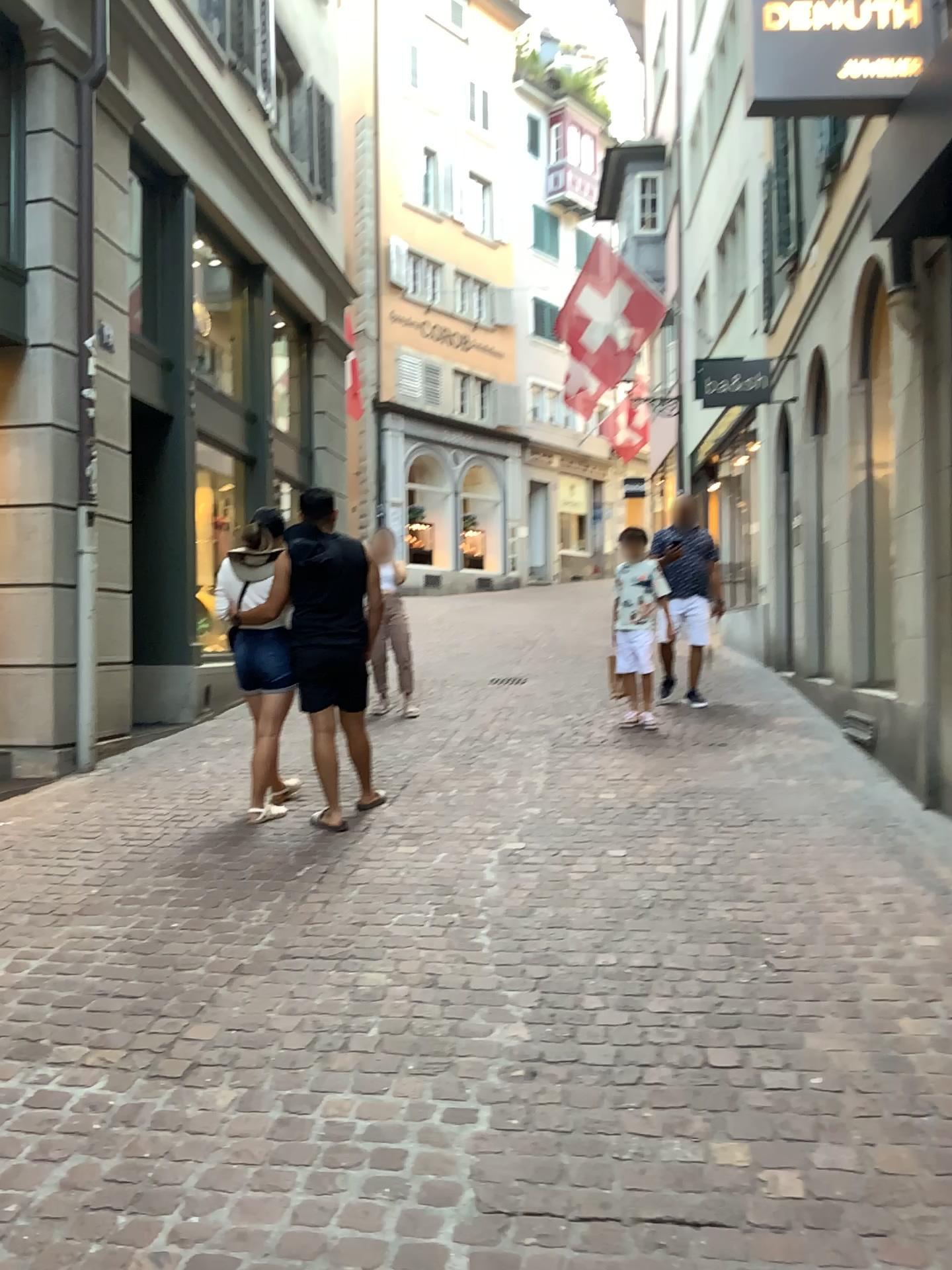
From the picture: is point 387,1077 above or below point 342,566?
below
